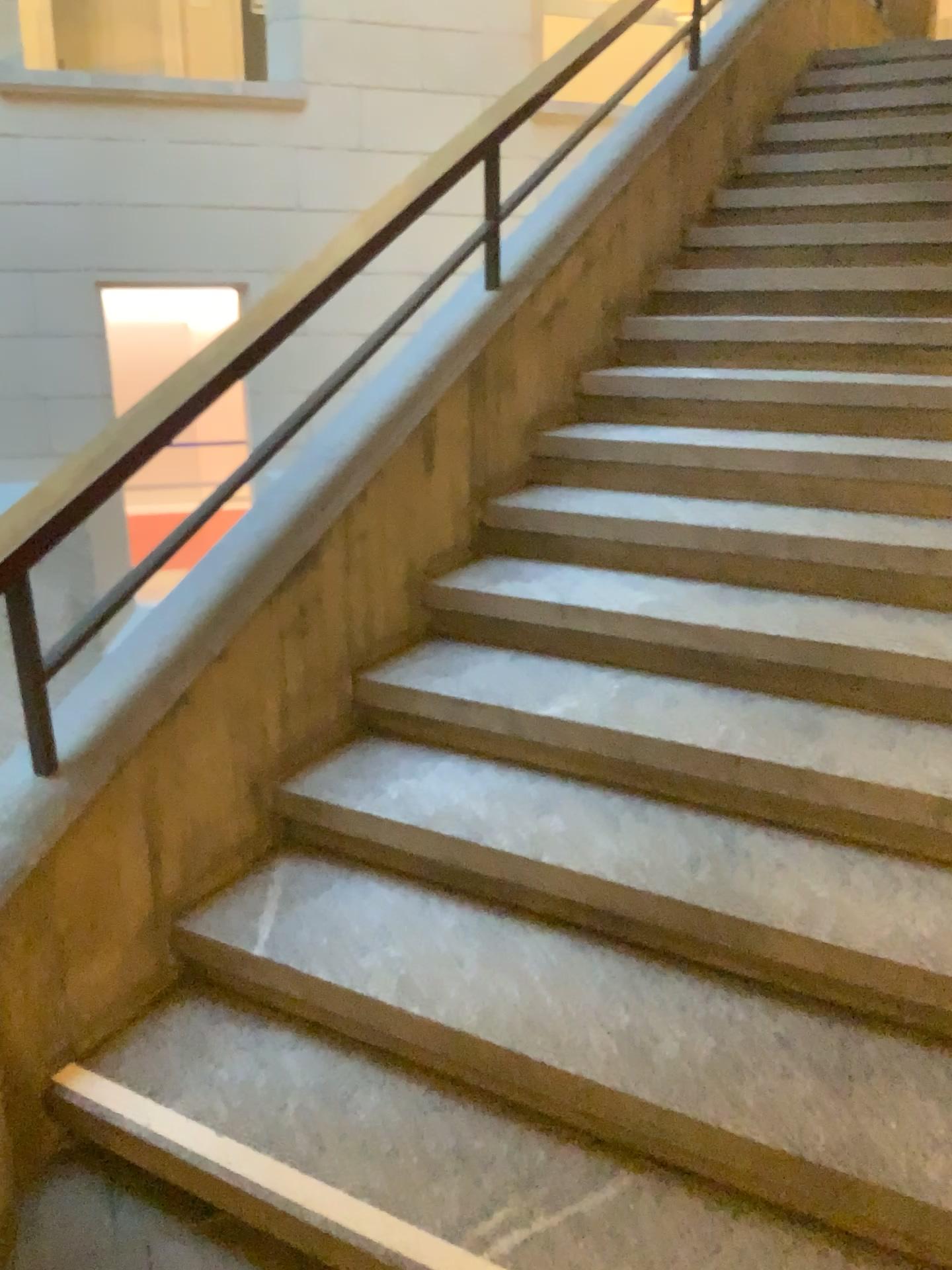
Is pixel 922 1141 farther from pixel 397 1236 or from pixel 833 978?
pixel 397 1236

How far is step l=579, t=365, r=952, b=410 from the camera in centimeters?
309cm

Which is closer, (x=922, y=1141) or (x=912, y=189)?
(x=922, y=1141)

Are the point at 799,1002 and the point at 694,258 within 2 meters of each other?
no

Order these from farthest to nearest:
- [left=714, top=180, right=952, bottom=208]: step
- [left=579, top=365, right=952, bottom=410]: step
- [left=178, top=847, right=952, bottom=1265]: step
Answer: [left=714, top=180, right=952, bottom=208]: step → [left=579, top=365, right=952, bottom=410]: step → [left=178, top=847, right=952, bottom=1265]: step

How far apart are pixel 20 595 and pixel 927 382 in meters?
2.5 m

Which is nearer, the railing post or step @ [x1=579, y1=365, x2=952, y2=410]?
the railing post

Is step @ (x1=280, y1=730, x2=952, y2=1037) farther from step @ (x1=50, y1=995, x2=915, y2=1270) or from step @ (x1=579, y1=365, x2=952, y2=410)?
step @ (x1=579, y1=365, x2=952, y2=410)

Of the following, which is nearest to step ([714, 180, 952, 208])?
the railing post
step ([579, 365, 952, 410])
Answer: step ([579, 365, 952, 410])

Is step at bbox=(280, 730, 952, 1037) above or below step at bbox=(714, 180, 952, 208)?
below
